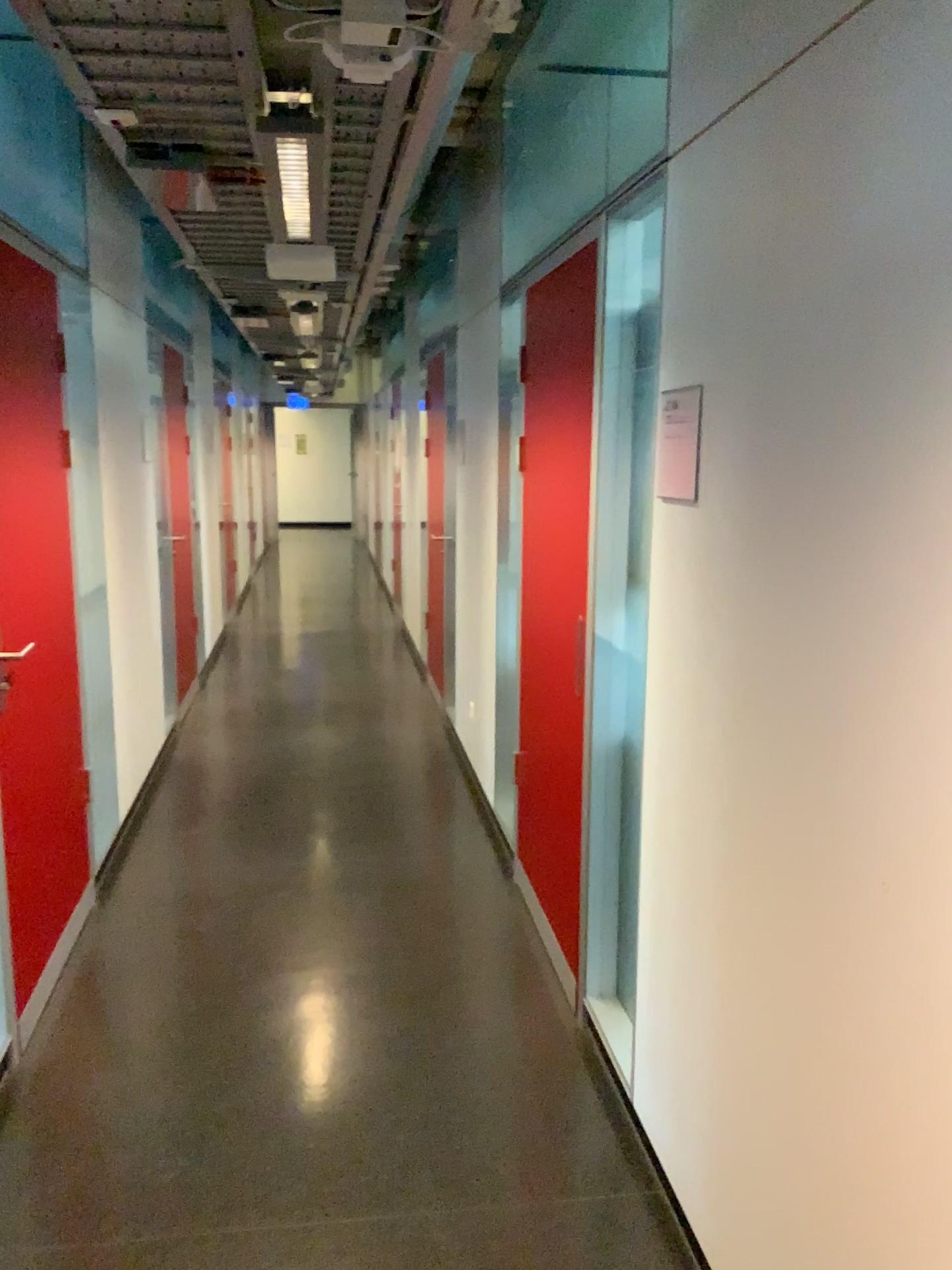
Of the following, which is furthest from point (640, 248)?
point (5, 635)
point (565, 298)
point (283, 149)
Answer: point (5, 635)

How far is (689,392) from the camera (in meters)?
2.00

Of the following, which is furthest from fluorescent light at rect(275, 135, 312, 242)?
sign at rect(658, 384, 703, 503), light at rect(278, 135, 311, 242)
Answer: sign at rect(658, 384, 703, 503)

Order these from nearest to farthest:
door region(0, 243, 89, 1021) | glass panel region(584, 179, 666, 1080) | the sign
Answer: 1. the sign
2. glass panel region(584, 179, 666, 1080)
3. door region(0, 243, 89, 1021)

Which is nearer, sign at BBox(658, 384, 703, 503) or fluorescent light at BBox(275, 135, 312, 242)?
sign at BBox(658, 384, 703, 503)

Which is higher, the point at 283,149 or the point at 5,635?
the point at 283,149

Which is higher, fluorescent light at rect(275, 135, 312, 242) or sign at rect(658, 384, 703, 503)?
fluorescent light at rect(275, 135, 312, 242)

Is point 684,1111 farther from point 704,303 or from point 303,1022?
point 704,303

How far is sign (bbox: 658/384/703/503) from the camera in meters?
2.0 m

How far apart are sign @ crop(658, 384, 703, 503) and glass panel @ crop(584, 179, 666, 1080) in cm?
32
